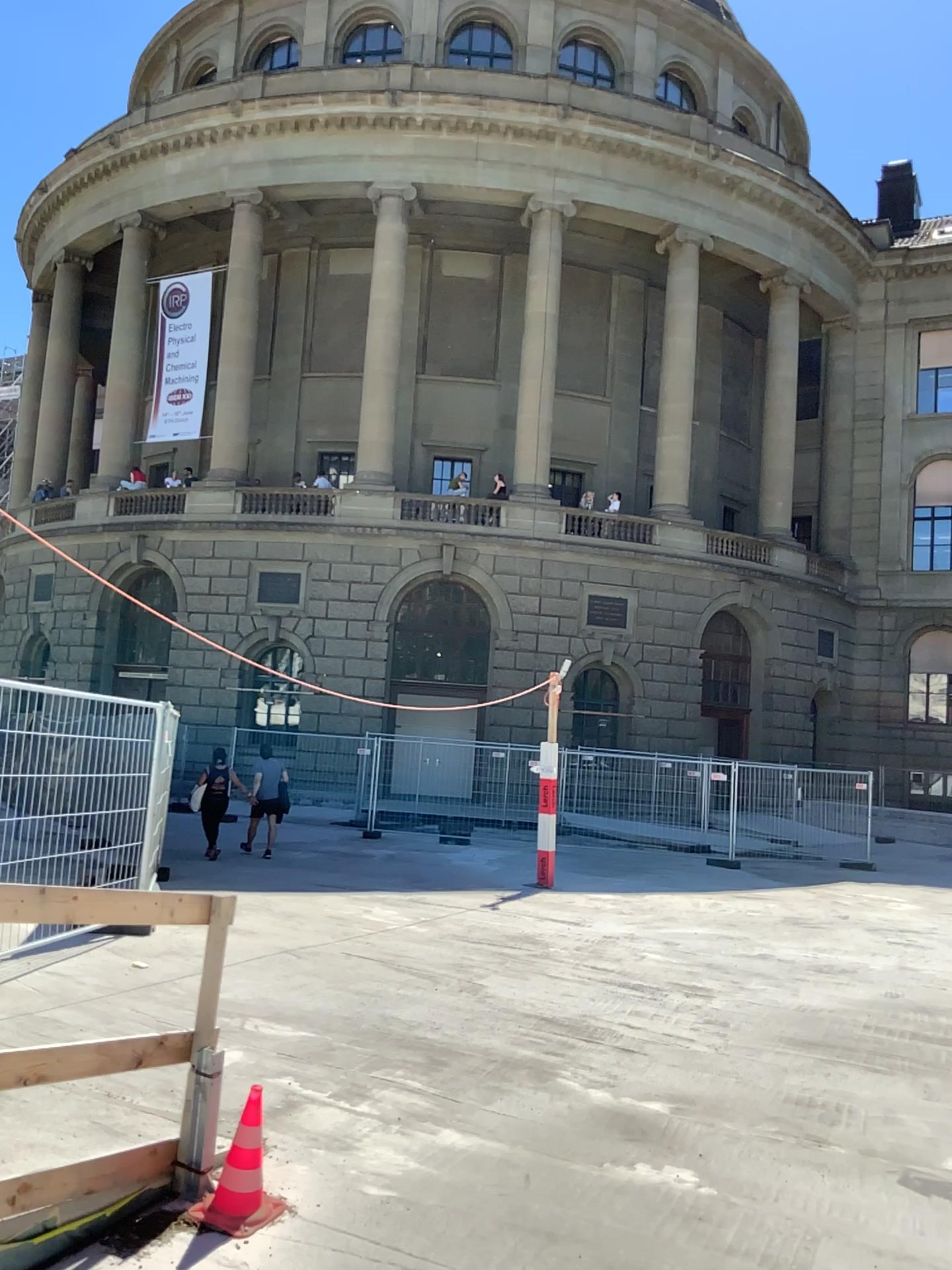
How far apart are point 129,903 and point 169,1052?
0.67m
